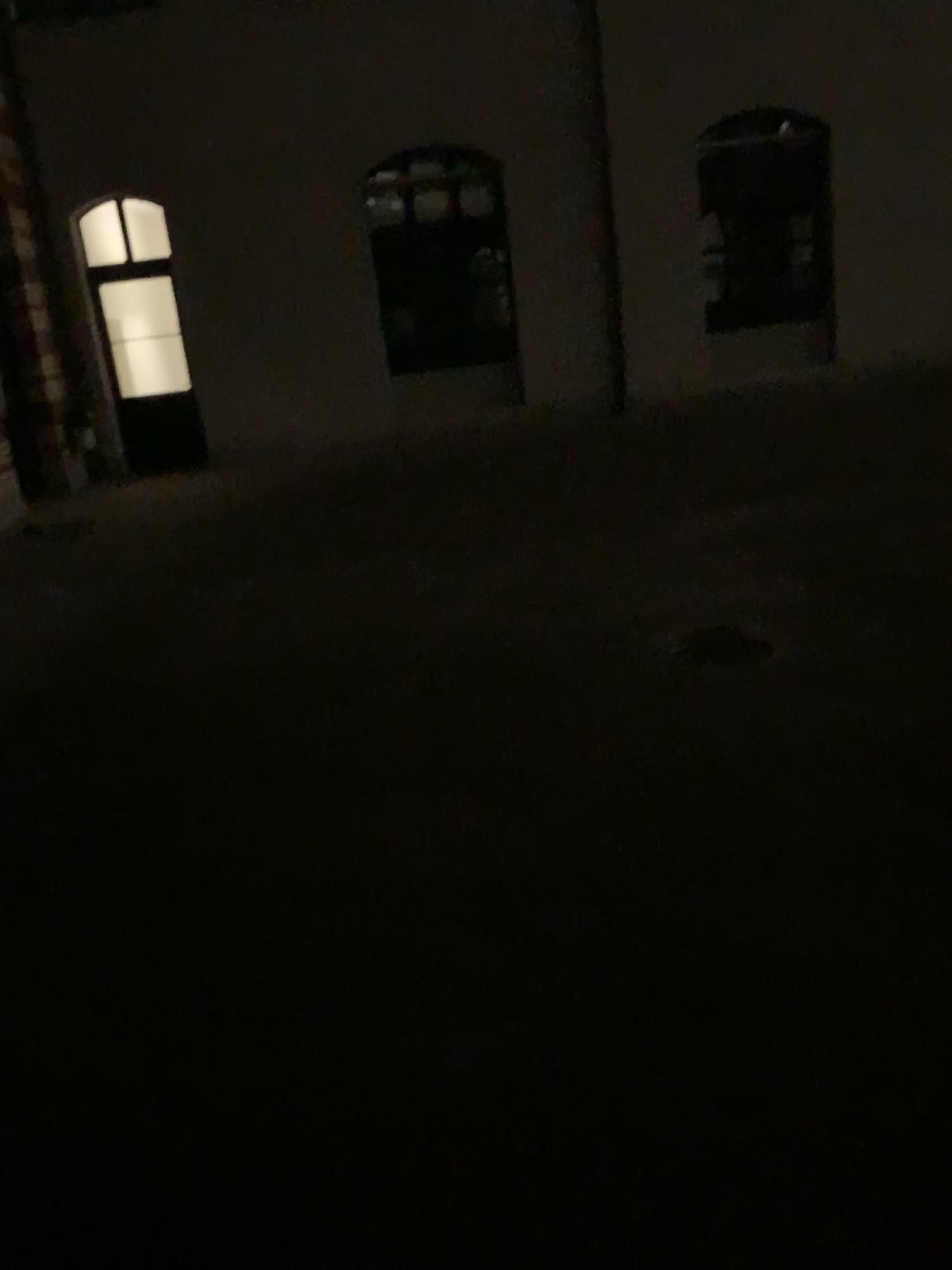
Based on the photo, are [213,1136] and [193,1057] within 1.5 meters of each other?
yes

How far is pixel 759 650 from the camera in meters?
4.5

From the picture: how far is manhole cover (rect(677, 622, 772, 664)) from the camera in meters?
4.5 m
